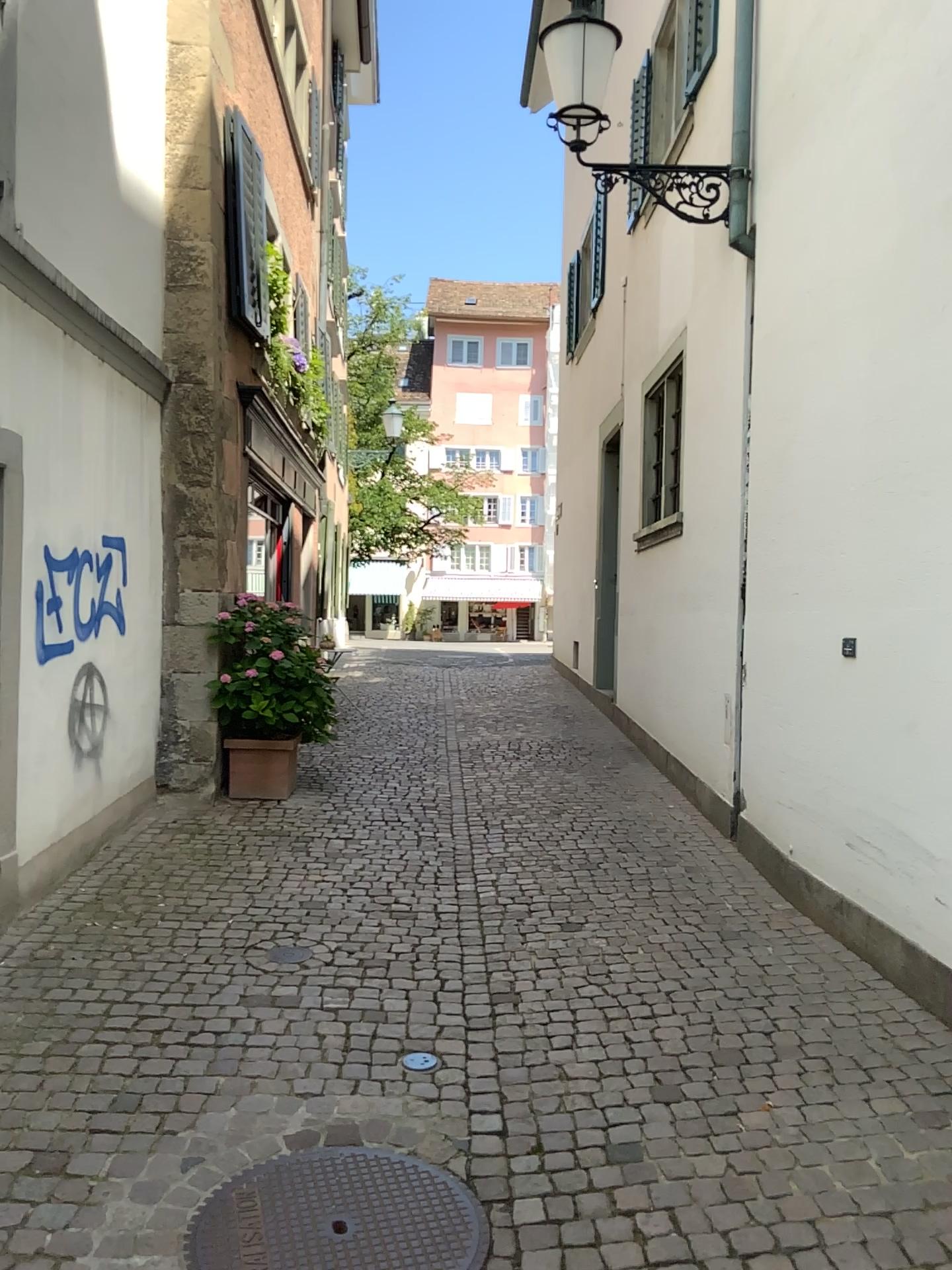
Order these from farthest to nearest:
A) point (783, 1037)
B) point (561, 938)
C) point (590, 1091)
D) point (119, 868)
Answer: point (119, 868)
point (561, 938)
point (783, 1037)
point (590, 1091)

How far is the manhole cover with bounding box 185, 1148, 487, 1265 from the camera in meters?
2.5

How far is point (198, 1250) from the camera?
2.5m
